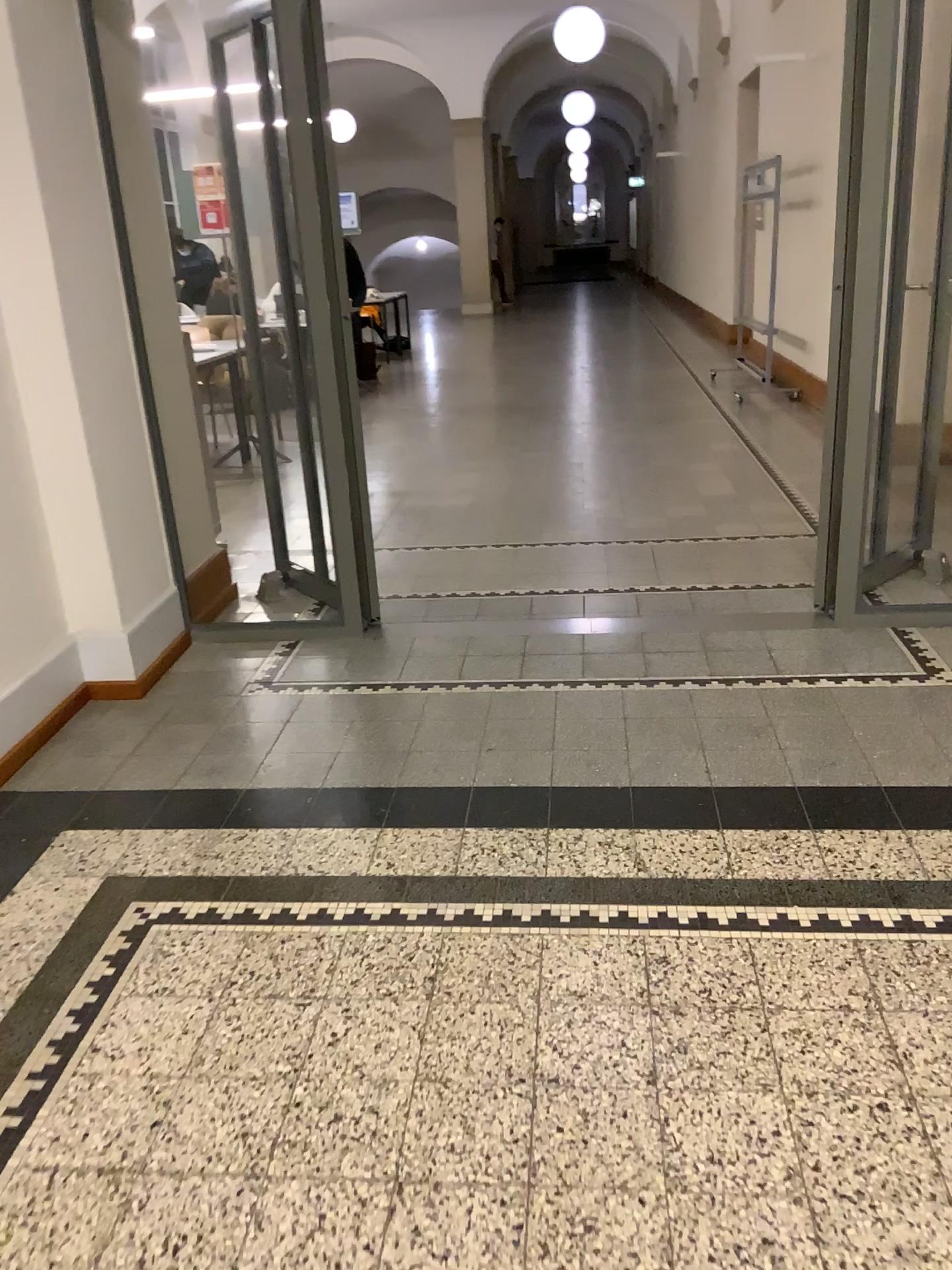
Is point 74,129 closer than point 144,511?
Yes
